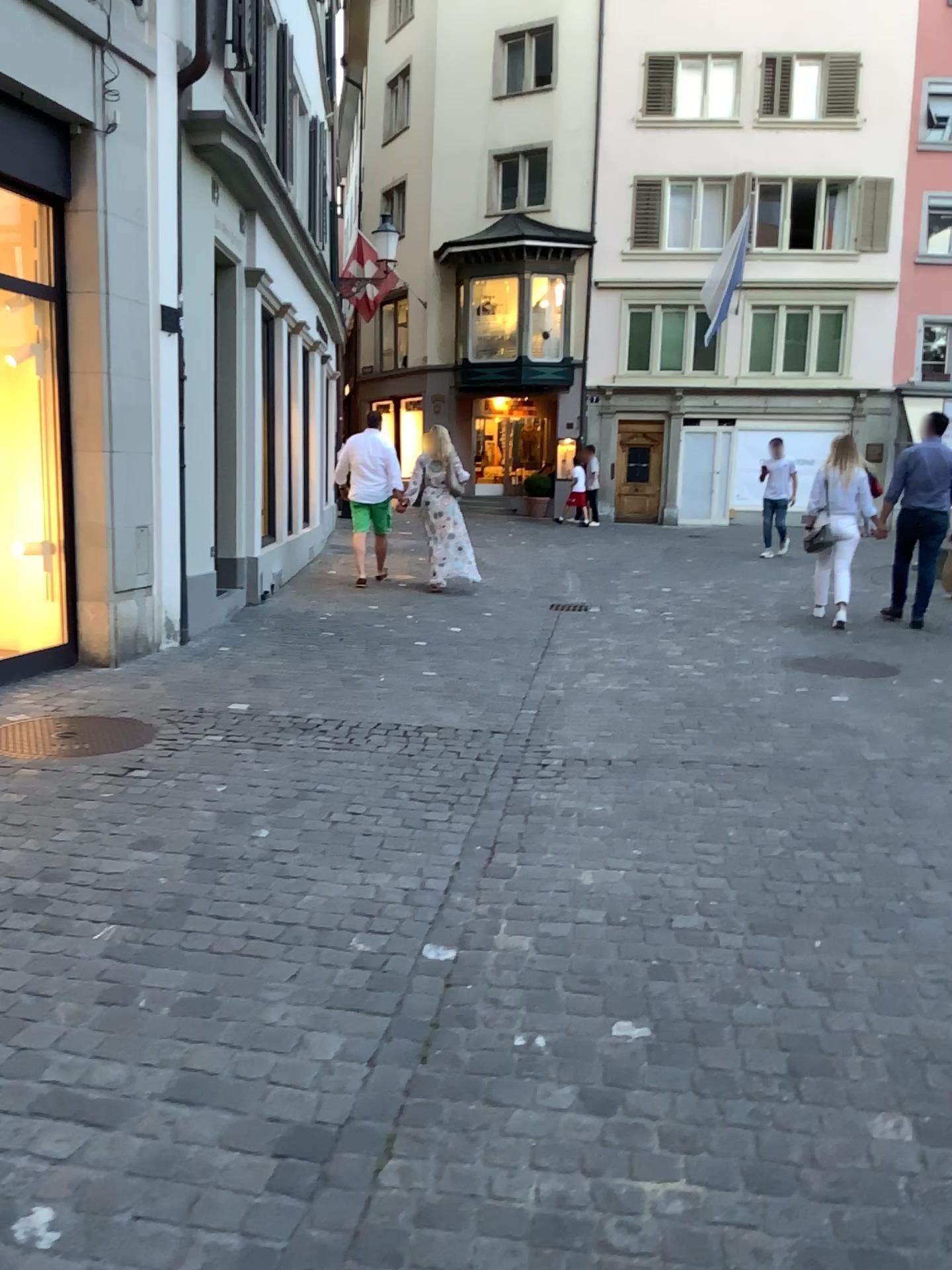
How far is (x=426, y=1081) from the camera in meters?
2.3
